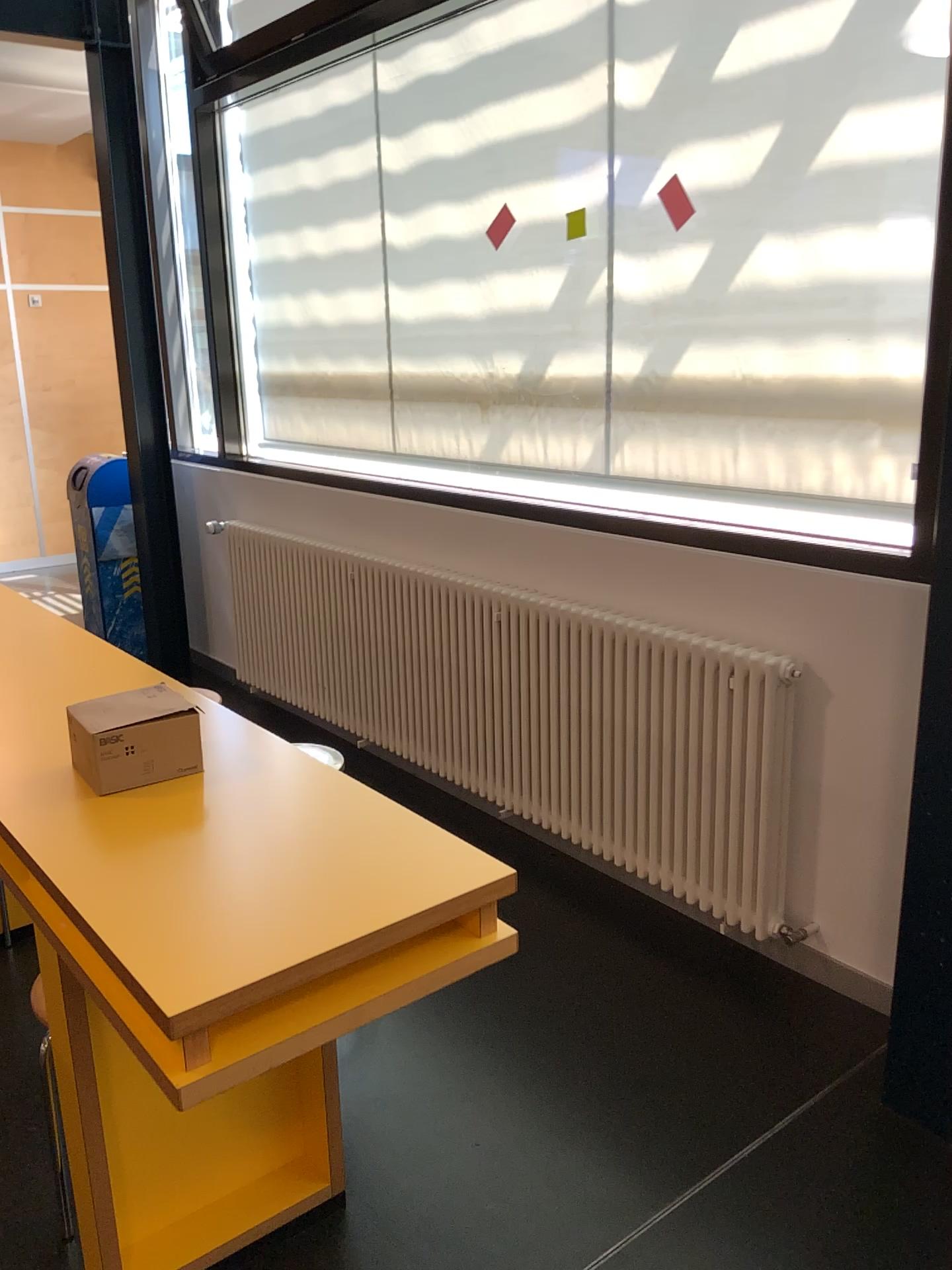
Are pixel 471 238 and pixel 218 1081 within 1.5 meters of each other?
no

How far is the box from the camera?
1.70m

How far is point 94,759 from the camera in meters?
1.7 m

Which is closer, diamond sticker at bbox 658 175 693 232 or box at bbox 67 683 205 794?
box at bbox 67 683 205 794

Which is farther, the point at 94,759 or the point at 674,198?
the point at 674,198

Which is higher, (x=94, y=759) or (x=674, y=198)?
(x=674, y=198)

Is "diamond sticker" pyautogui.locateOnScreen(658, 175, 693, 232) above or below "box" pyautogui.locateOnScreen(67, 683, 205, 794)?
above
